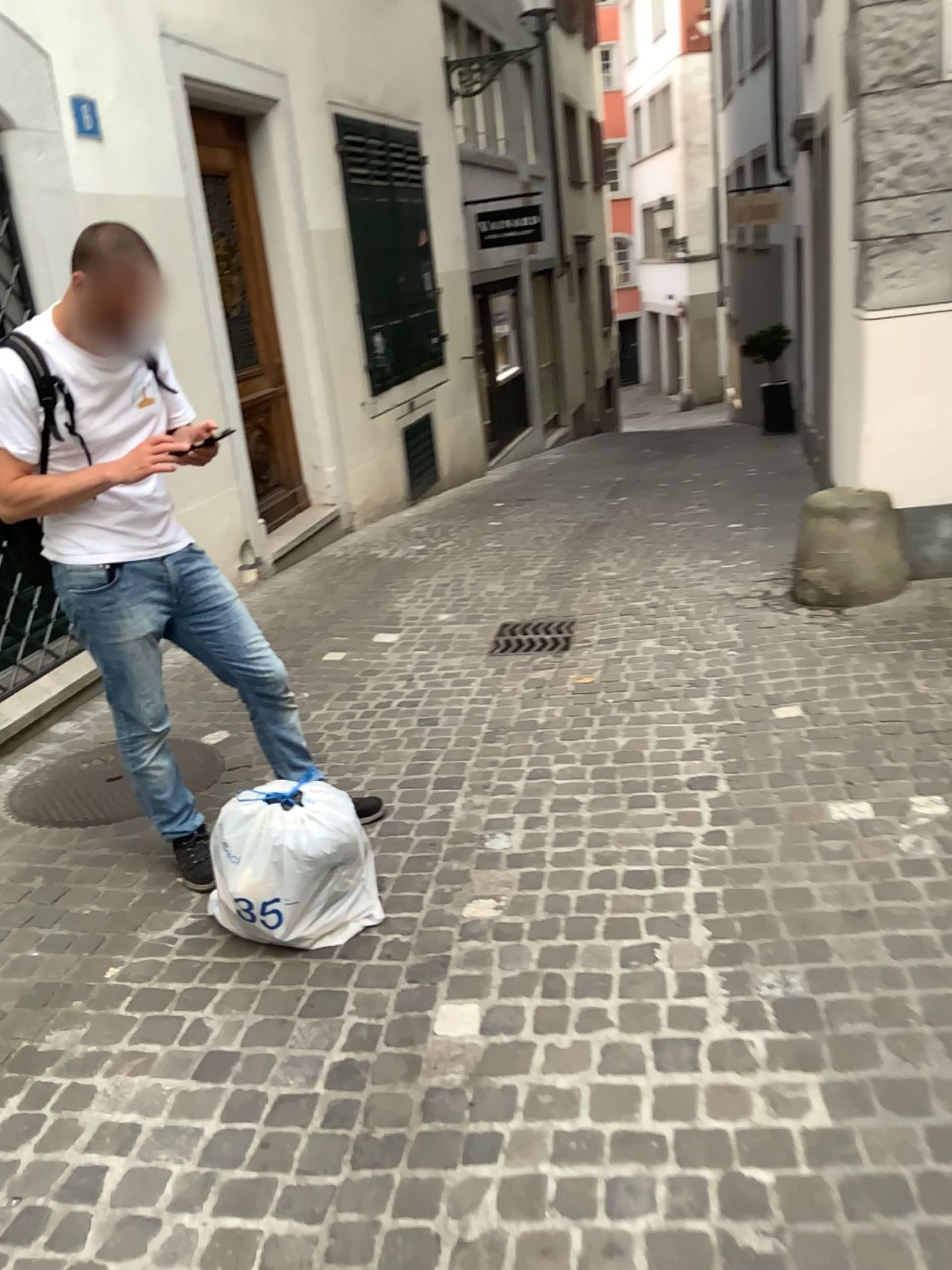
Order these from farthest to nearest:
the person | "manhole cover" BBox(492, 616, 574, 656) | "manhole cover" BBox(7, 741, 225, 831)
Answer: "manhole cover" BBox(492, 616, 574, 656) → "manhole cover" BBox(7, 741, 225, 831) → the person

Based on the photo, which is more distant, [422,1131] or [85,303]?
[85,303]

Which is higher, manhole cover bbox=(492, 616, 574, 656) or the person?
the person

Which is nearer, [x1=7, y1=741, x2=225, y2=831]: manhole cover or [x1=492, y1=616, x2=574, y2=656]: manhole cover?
[x1=7, y1=741, x2=225, y2=831]: manhole cover

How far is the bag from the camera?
2.45m

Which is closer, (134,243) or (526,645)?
(134,243)

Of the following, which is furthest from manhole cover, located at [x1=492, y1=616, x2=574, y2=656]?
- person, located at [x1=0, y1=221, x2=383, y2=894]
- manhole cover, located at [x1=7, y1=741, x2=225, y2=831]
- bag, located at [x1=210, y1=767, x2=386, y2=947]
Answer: bag, located at [x1=210, y1=767, x2=386, y2=947]

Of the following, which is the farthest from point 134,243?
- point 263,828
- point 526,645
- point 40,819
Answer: point 526,645

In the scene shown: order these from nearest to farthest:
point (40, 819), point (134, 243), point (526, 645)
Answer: point (134, 243) < point (40, 819) < point (526, 645)

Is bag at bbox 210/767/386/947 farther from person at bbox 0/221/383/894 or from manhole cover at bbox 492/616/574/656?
manhole cover at bbox 492/616/574/656
